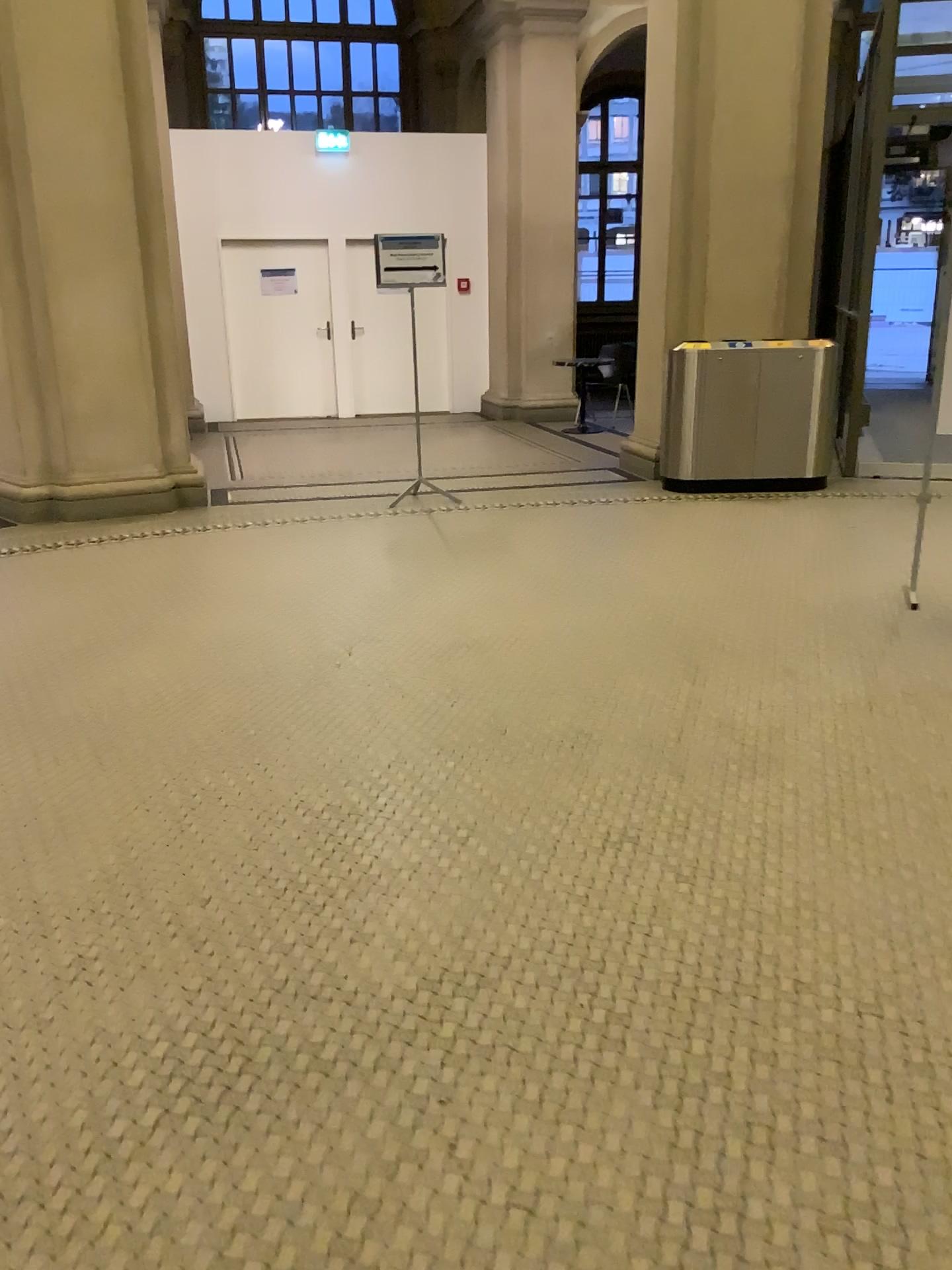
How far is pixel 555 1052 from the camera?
1.98m
